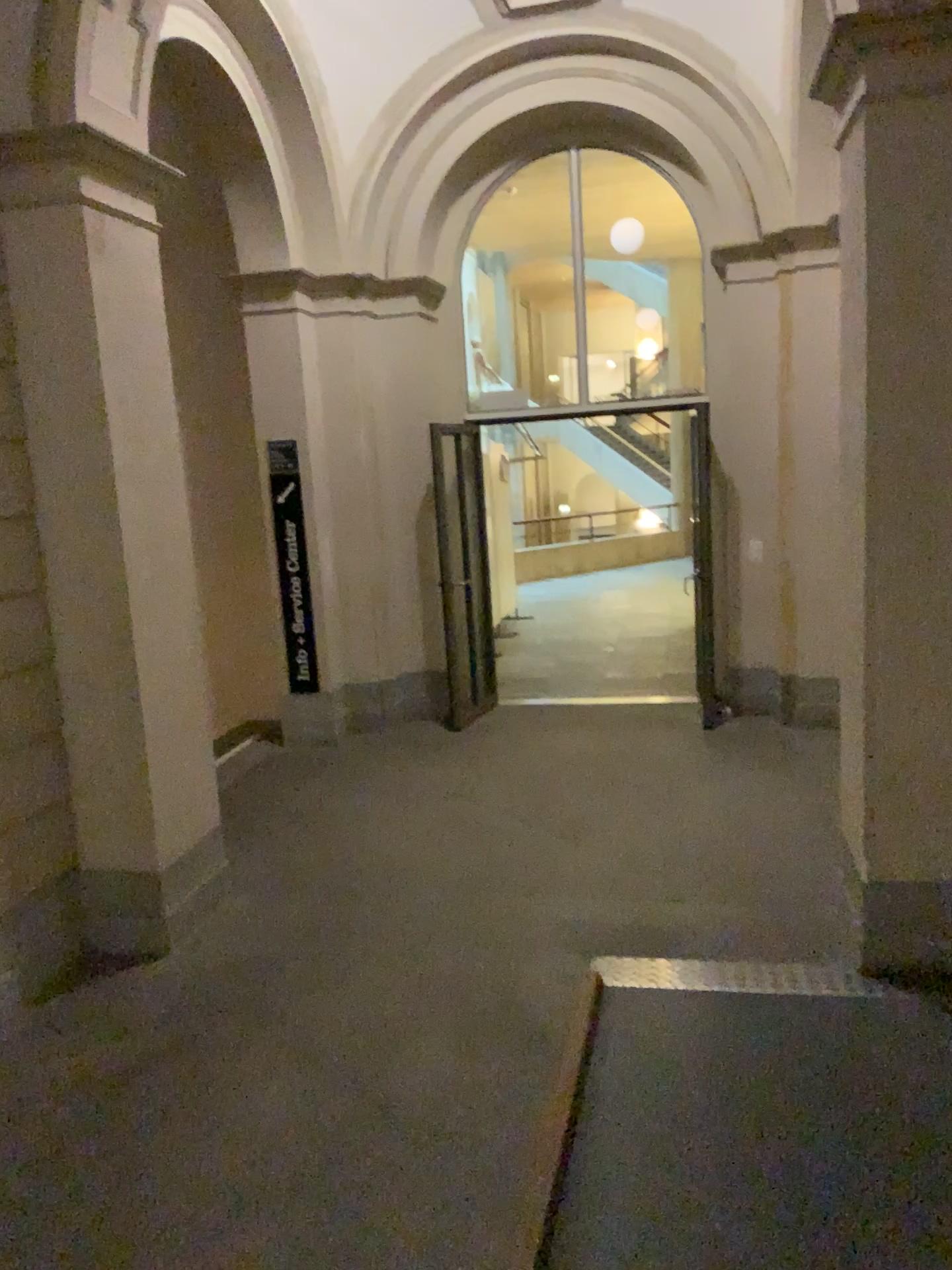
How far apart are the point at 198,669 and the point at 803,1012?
2.8m

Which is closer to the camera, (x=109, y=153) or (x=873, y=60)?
(x=873, y=60)

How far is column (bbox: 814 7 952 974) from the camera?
3.3m

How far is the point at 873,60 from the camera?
3.29m

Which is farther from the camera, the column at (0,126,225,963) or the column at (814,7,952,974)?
the column at (0,126,225,963)
